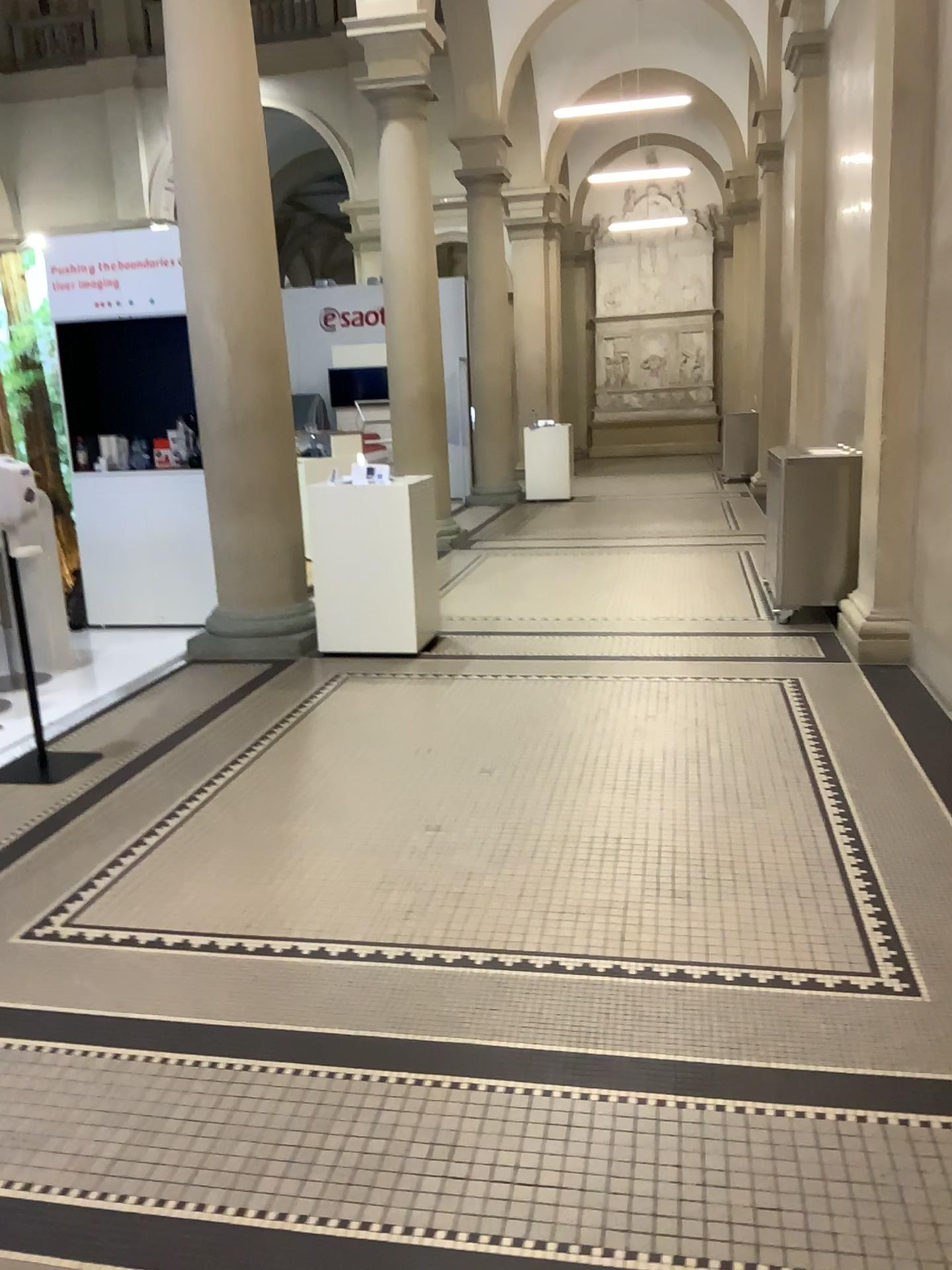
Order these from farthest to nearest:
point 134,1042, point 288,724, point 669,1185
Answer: point 288,724 → point 134,1042 → point 669,1185
